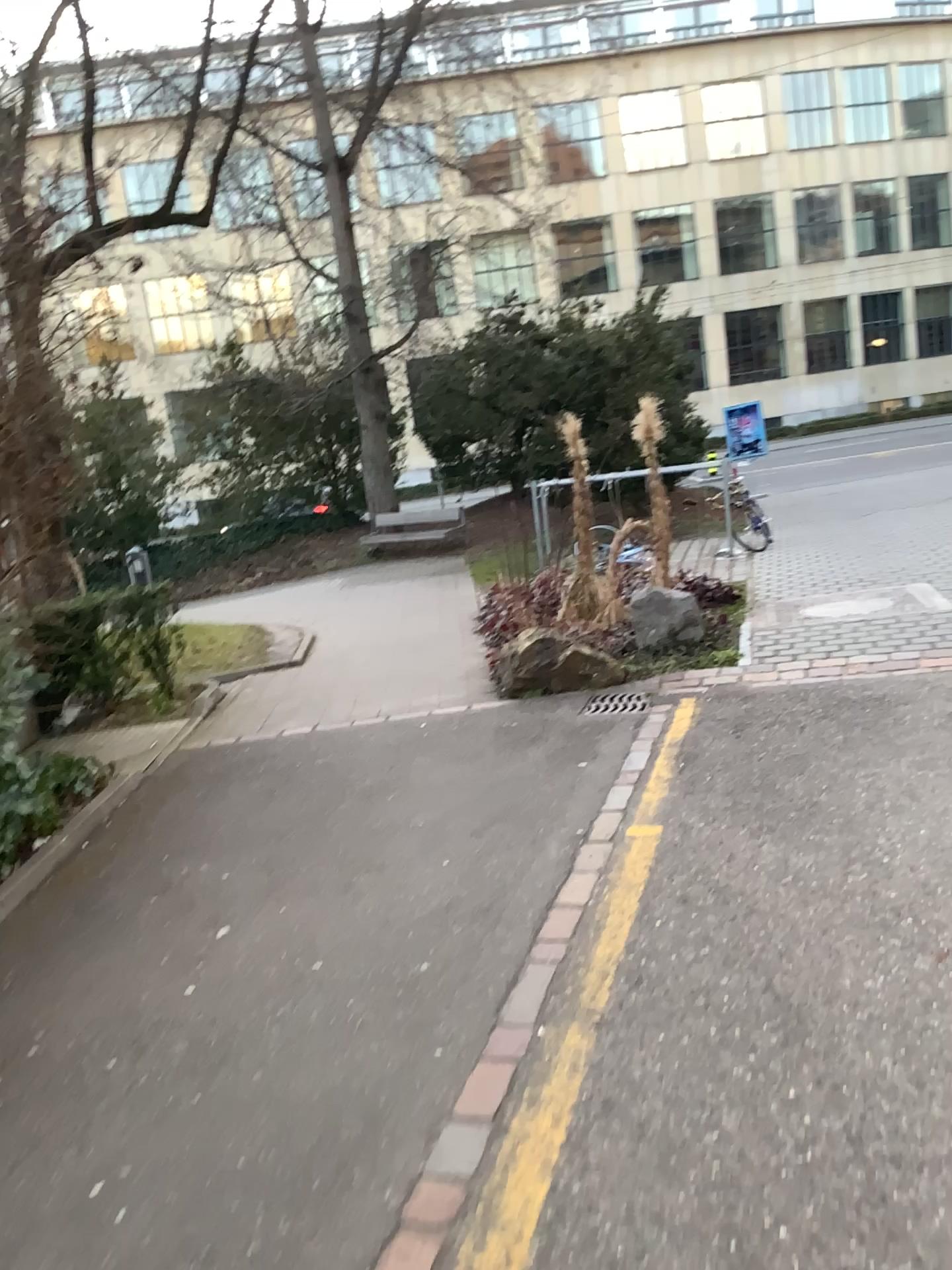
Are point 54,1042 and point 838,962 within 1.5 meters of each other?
no
